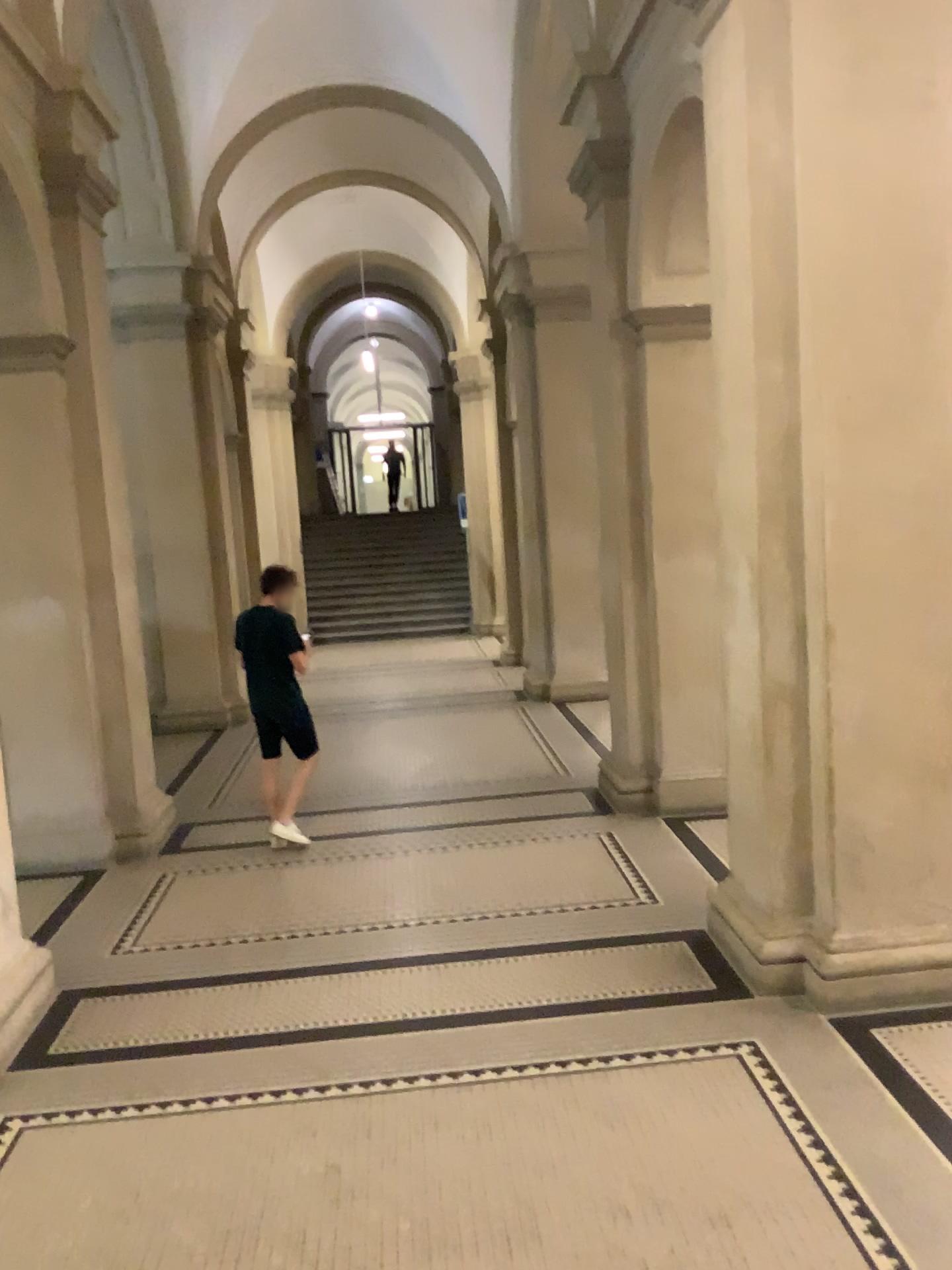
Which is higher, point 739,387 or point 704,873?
point 739,387

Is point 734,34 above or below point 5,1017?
above
